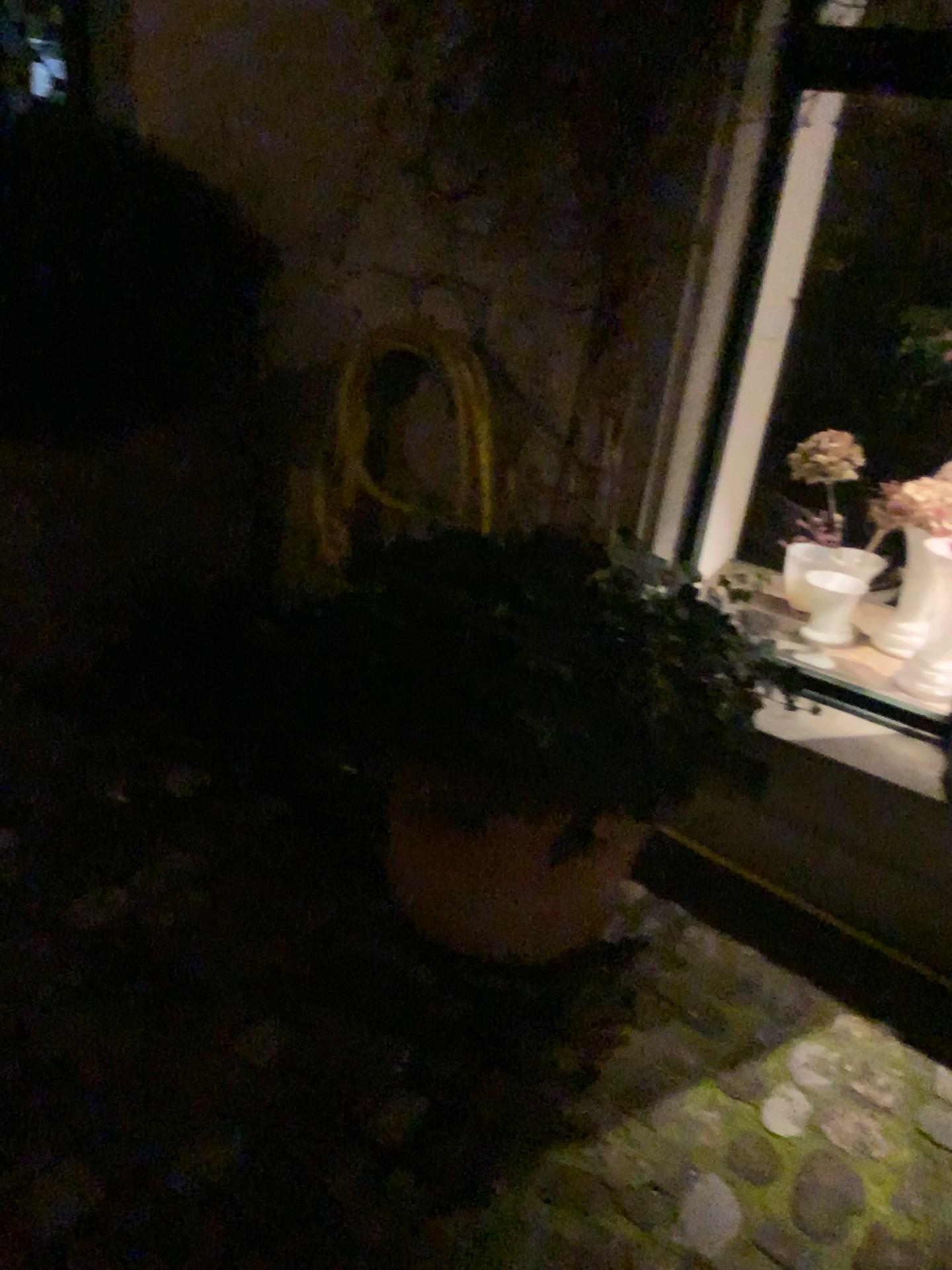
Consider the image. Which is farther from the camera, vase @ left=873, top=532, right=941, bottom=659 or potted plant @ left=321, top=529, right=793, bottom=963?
vase @ left=873, top=532, right=941, bottom=659

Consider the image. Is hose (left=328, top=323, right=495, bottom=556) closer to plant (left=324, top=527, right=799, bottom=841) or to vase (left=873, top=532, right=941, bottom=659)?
plant (left=324, top=527, right=799, bottom=841)

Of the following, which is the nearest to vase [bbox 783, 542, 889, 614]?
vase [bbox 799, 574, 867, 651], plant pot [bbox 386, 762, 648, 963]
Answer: vase [bbox 799, 574, 867, 651]

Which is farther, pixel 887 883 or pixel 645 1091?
pixel 887 883

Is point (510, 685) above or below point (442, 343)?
below

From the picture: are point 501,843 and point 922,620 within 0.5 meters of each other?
no

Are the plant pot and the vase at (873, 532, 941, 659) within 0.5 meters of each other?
no

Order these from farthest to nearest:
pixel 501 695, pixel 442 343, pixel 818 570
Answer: pixel 818 570
pixel 442 343
pixel 501 695

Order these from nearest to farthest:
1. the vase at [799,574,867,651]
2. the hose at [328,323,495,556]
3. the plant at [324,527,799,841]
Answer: the plant at [324,527,799,841]
the hose at [328,323,495,556]
the vase at [799,574,867,651]

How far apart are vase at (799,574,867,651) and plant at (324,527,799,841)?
0.5m
